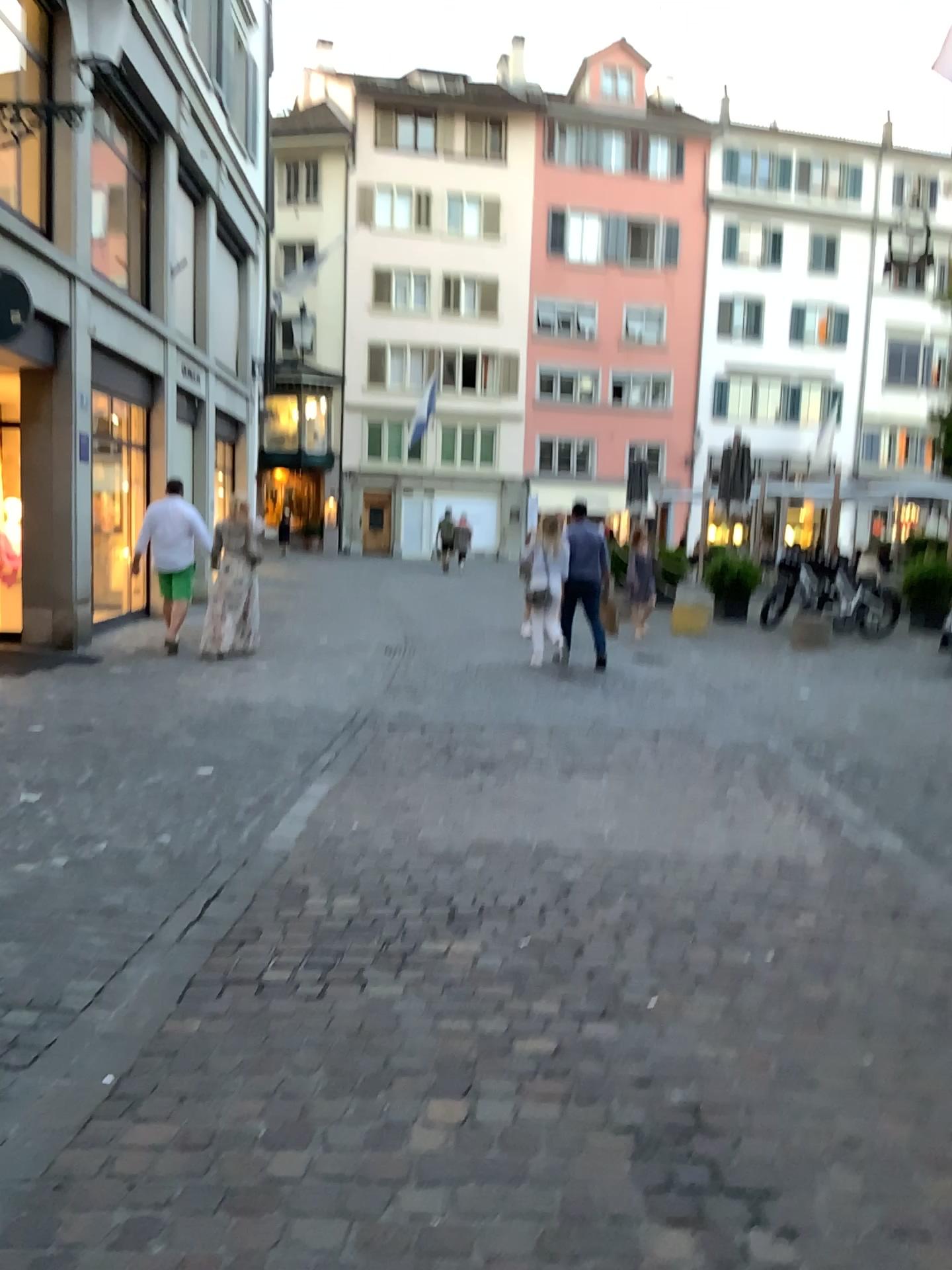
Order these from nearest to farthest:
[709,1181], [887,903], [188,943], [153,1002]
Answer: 1. [709,1181]
2. [153,1002]
3. [188,943]
4. [887,903]
